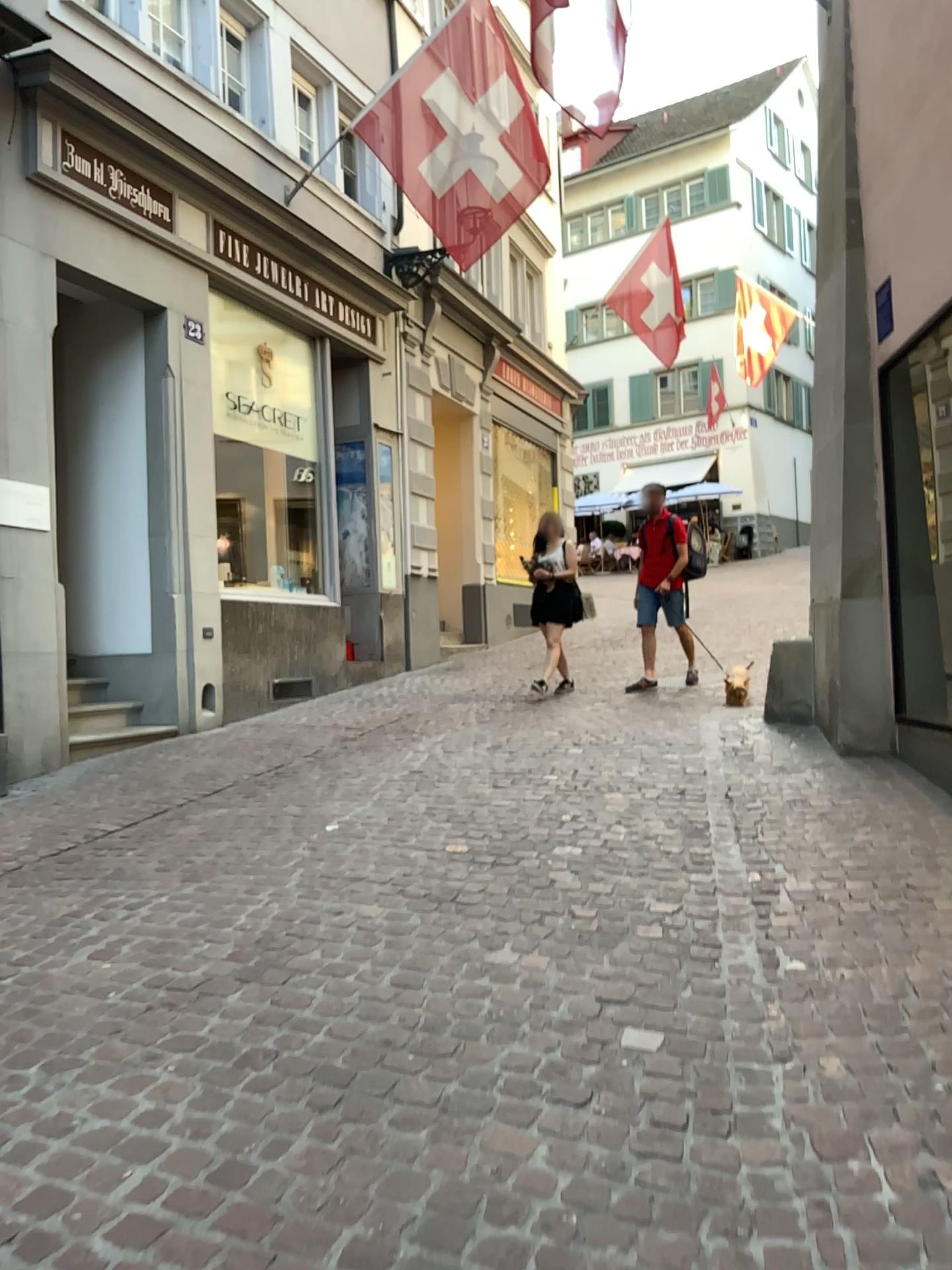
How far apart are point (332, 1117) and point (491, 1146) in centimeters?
36cm
